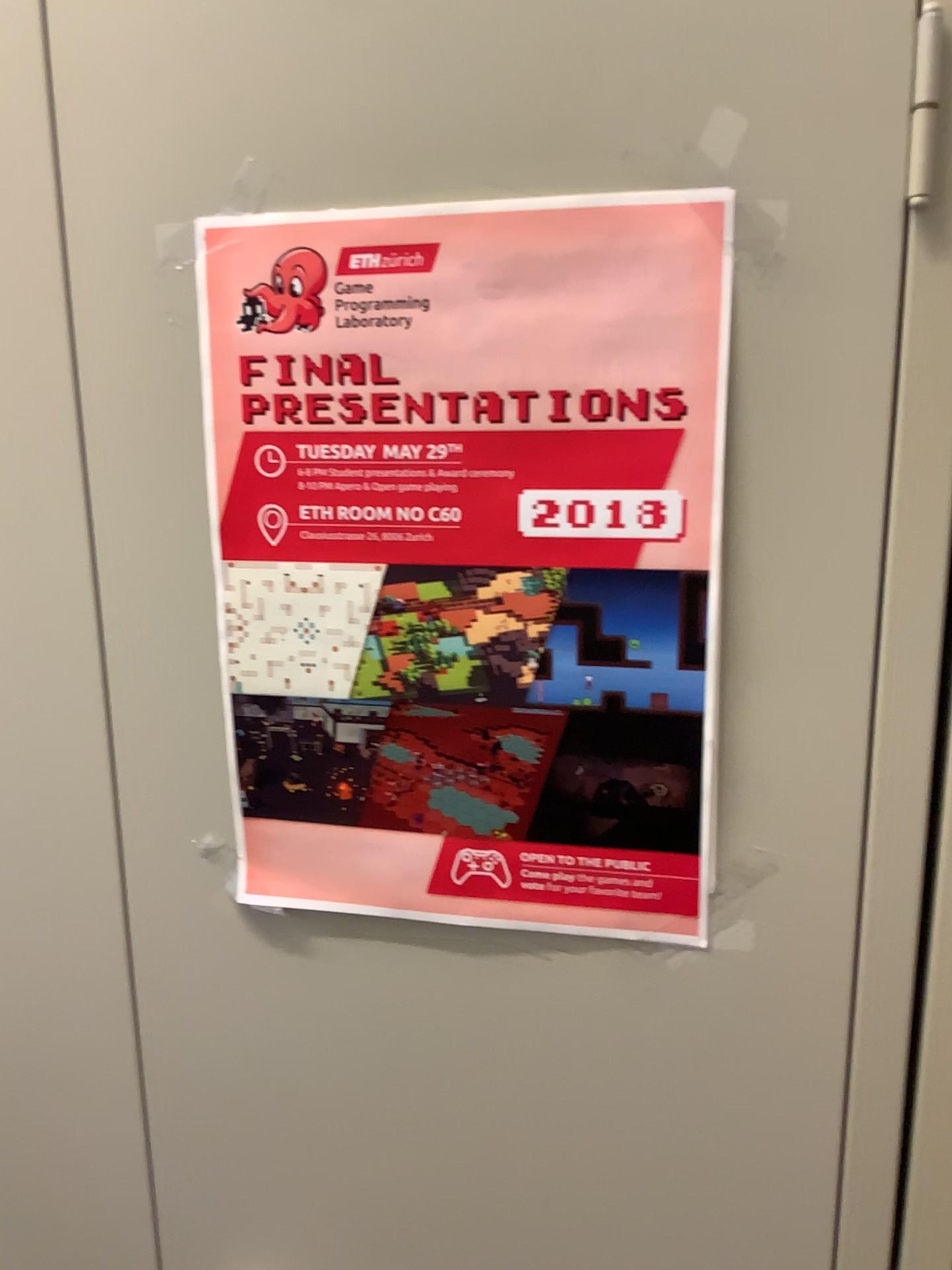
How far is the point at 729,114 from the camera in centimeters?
53cm

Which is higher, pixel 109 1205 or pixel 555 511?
pixel 555 511

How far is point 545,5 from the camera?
0.54m

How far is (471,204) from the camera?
→ 0.56m

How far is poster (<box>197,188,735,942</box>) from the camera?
0.6 meters

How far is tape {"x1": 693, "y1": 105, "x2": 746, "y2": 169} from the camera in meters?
0.5 m

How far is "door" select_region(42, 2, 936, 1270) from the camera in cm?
54
